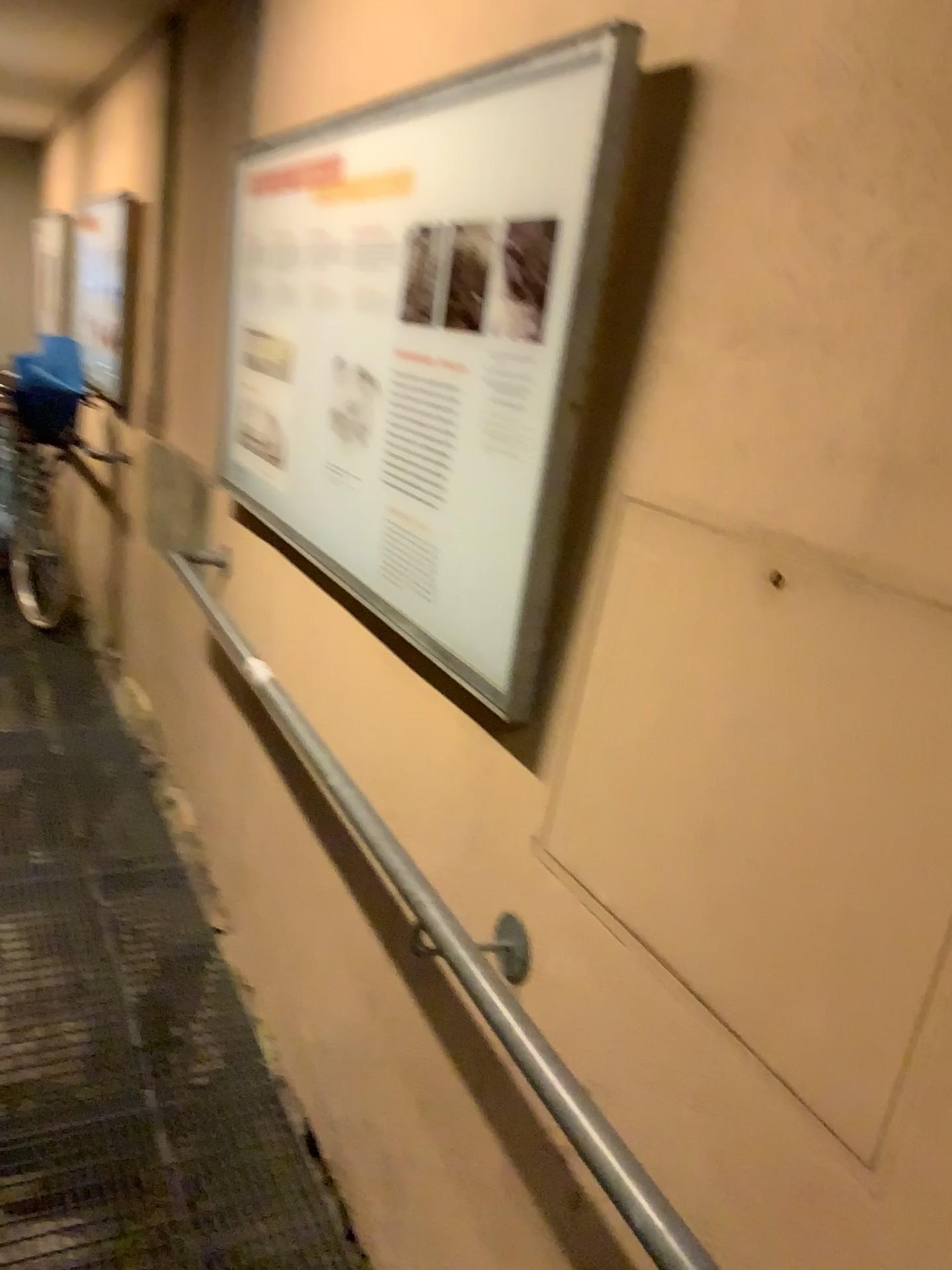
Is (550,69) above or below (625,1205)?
above

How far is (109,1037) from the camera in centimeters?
233cm

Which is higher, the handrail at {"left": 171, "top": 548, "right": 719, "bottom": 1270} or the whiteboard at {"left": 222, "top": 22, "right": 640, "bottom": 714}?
the whiteboard at {"left": 222, "top": 22, "right": 640, "bottom": 714}
